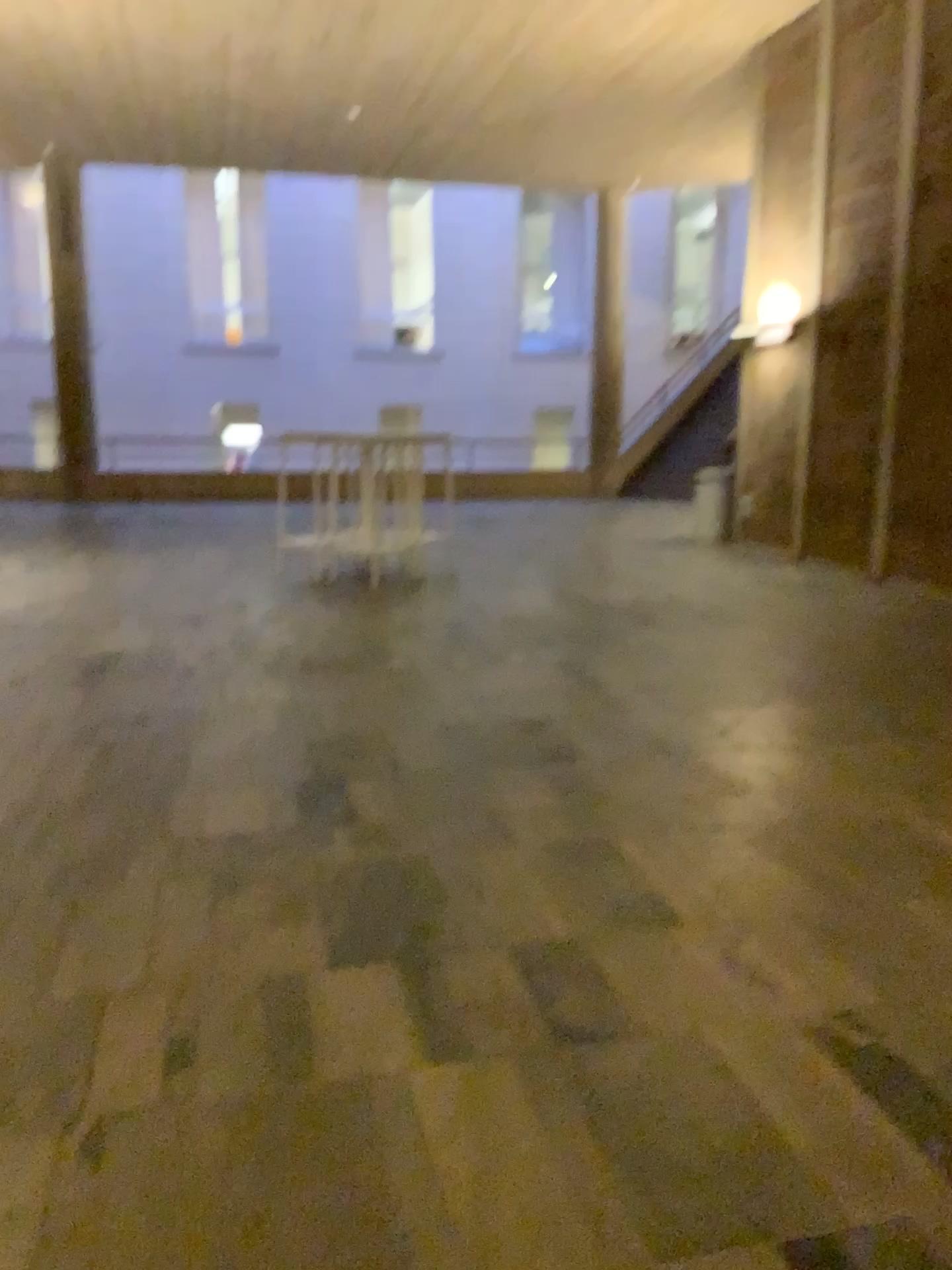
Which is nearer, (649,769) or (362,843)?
(362,843)
